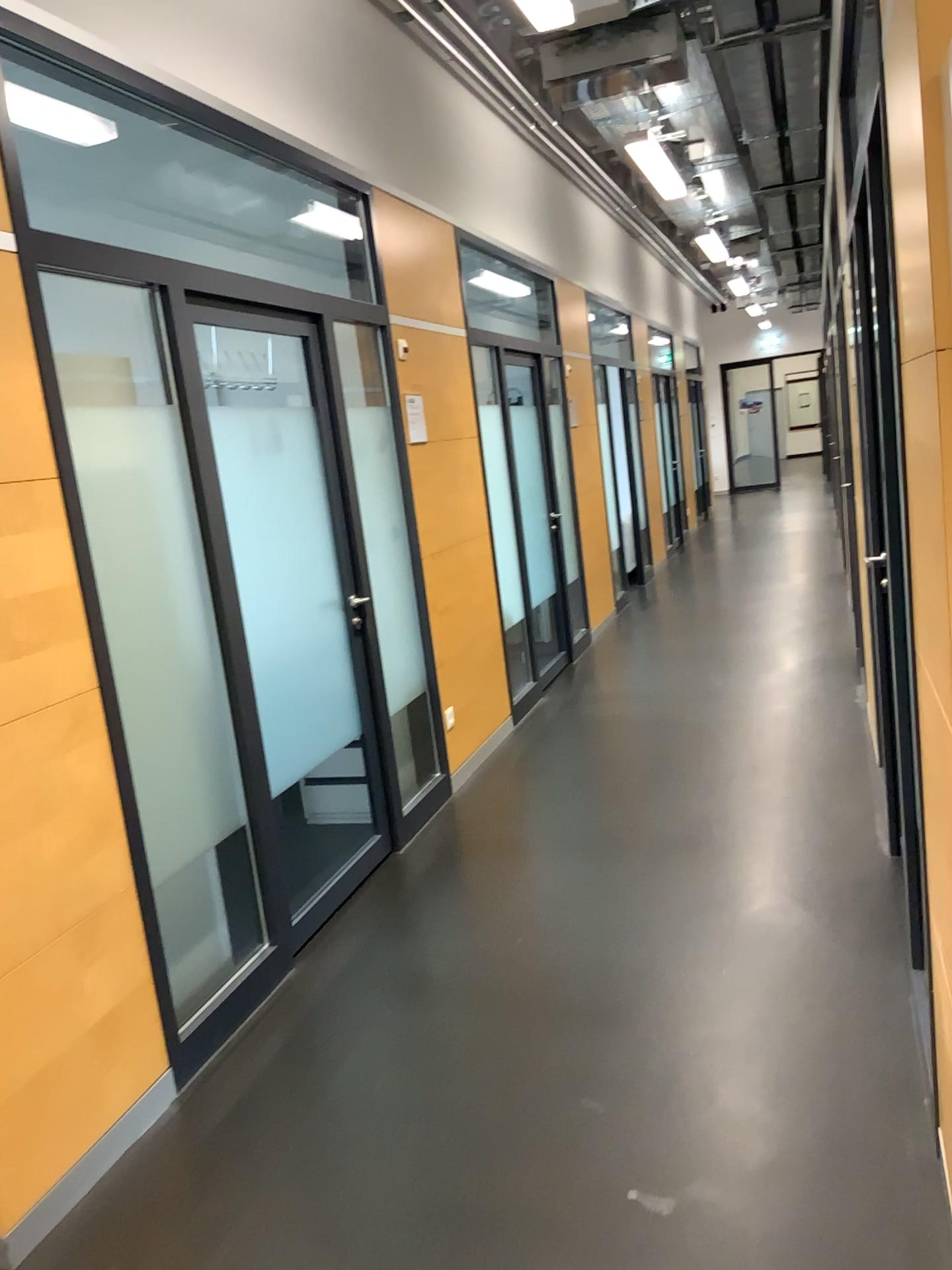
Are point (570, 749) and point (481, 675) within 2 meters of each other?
yes
